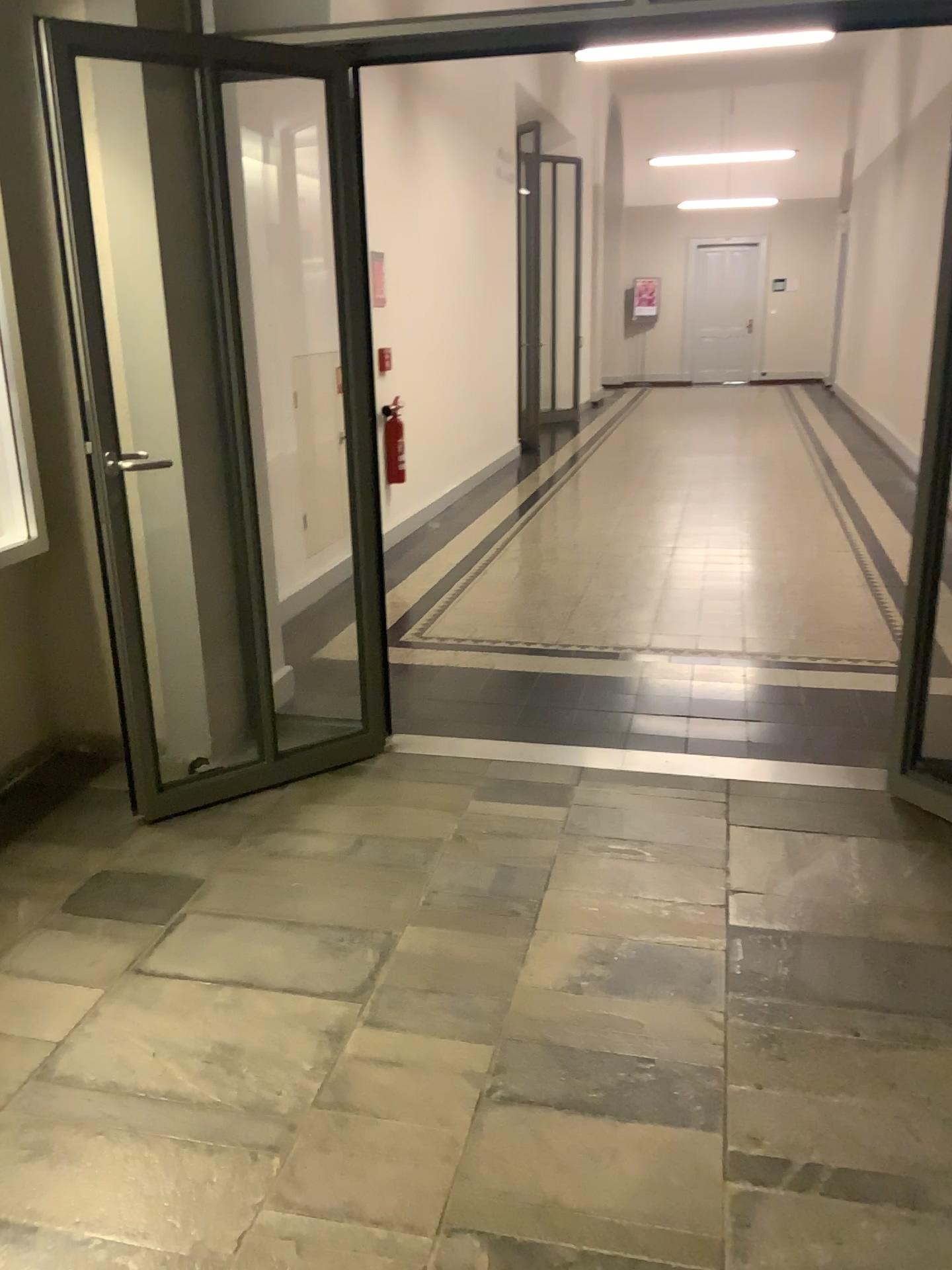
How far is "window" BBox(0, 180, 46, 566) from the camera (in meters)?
3.20

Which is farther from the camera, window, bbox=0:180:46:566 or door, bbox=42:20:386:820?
window, bbox=0:180:46:566

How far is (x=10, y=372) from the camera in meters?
3.2

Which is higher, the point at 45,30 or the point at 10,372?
the point at 45,30

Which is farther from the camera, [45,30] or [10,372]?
[10,372]

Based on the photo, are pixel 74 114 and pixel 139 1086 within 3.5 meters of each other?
yes
